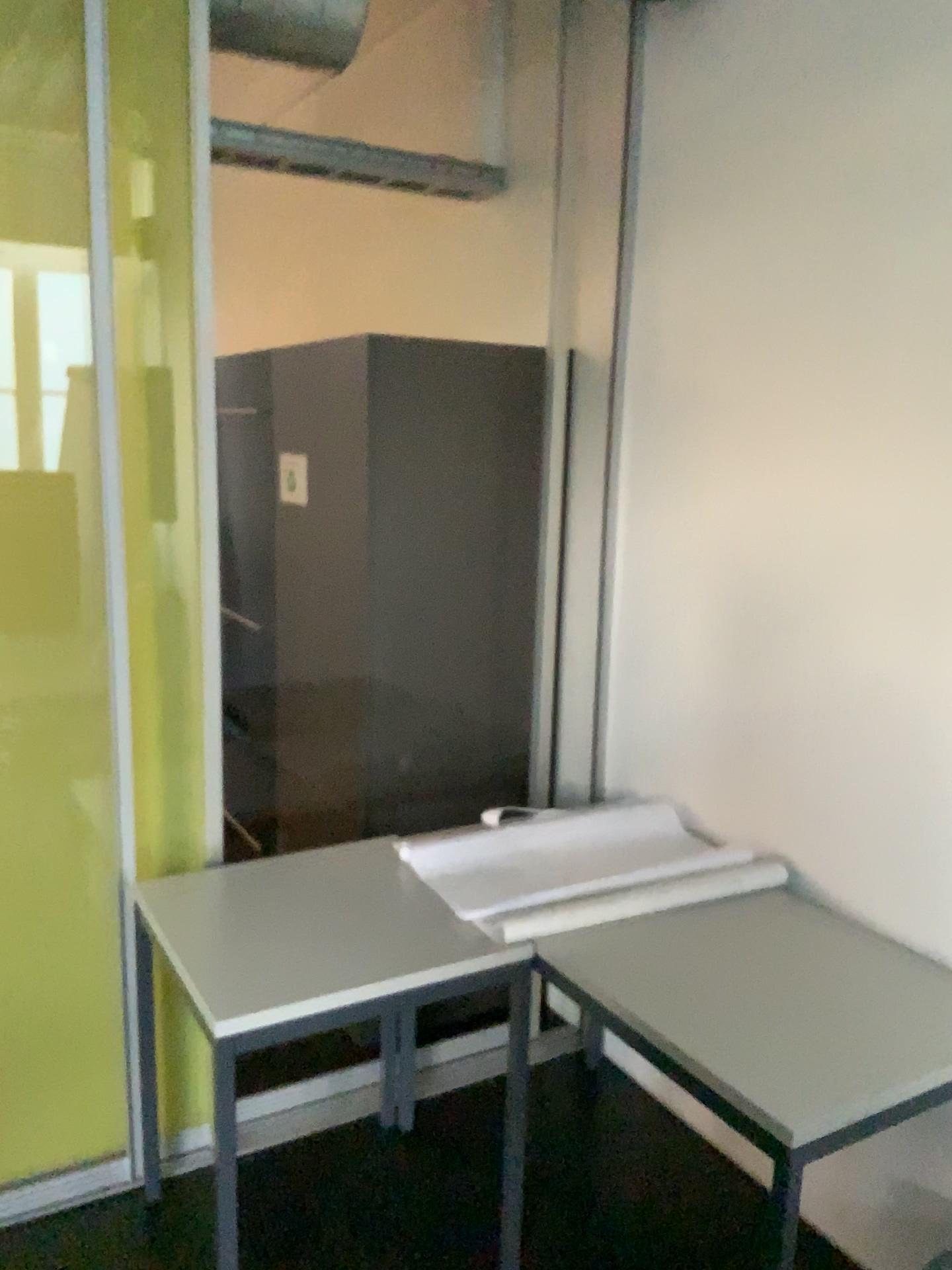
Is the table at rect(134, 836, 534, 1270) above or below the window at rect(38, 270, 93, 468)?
below

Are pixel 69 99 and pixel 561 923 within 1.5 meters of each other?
no

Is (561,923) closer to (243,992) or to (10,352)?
(243,992)

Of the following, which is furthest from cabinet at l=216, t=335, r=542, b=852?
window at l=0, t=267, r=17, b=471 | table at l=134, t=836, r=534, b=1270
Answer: window at l=0, t=267, r=17, b=471

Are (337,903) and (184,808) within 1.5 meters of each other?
yes

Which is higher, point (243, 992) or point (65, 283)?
point (65, 283)

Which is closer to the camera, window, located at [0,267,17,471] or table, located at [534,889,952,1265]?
table, located at [534,889,952,1265]

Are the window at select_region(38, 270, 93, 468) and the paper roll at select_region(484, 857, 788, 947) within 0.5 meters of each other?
no

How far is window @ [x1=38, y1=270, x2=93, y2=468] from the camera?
2.0m

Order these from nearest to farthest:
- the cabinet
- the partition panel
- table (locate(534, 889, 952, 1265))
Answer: table (locate(534, 889, 952, 1265)), the partition panel, the cabinet
